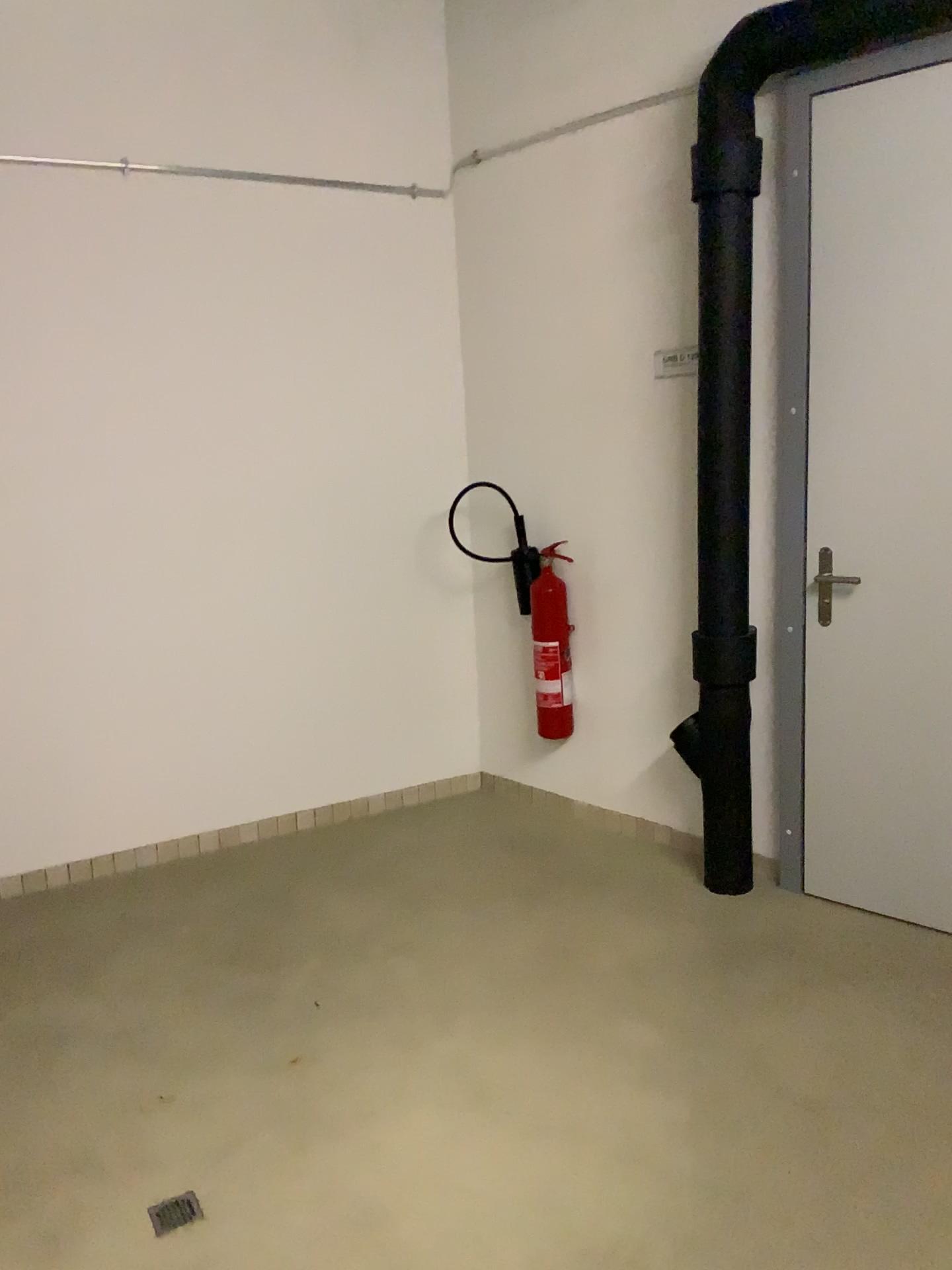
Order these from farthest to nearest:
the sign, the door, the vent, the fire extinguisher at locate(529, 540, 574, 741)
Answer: the fire extinguisher at locate(529, 540, 574, 741)
the sign
the door
the vent

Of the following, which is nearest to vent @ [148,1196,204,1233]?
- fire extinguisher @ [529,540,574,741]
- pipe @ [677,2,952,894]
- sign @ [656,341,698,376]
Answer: pipe @ [677,2,952,894]

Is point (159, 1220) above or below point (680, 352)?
below

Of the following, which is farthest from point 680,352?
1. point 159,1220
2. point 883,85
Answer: point 159,1220

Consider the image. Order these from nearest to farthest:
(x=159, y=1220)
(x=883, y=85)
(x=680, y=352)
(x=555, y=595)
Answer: (x=159, y=1220)
(x=883, y=85)
(x=680, y=352)
(x=555, y=595)

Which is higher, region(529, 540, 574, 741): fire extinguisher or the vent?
region(529, 540, 574, 741): fire extinguisher

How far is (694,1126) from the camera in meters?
2.2

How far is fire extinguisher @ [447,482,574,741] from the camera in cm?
385

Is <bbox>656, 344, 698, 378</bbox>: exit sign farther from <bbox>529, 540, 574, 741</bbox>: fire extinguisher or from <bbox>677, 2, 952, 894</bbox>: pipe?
<bbox>529, 540, 574, 741</bbox>: fire extinguisher

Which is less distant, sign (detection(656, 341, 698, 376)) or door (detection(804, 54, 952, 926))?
door (detection(804, 54, 952, 926))
